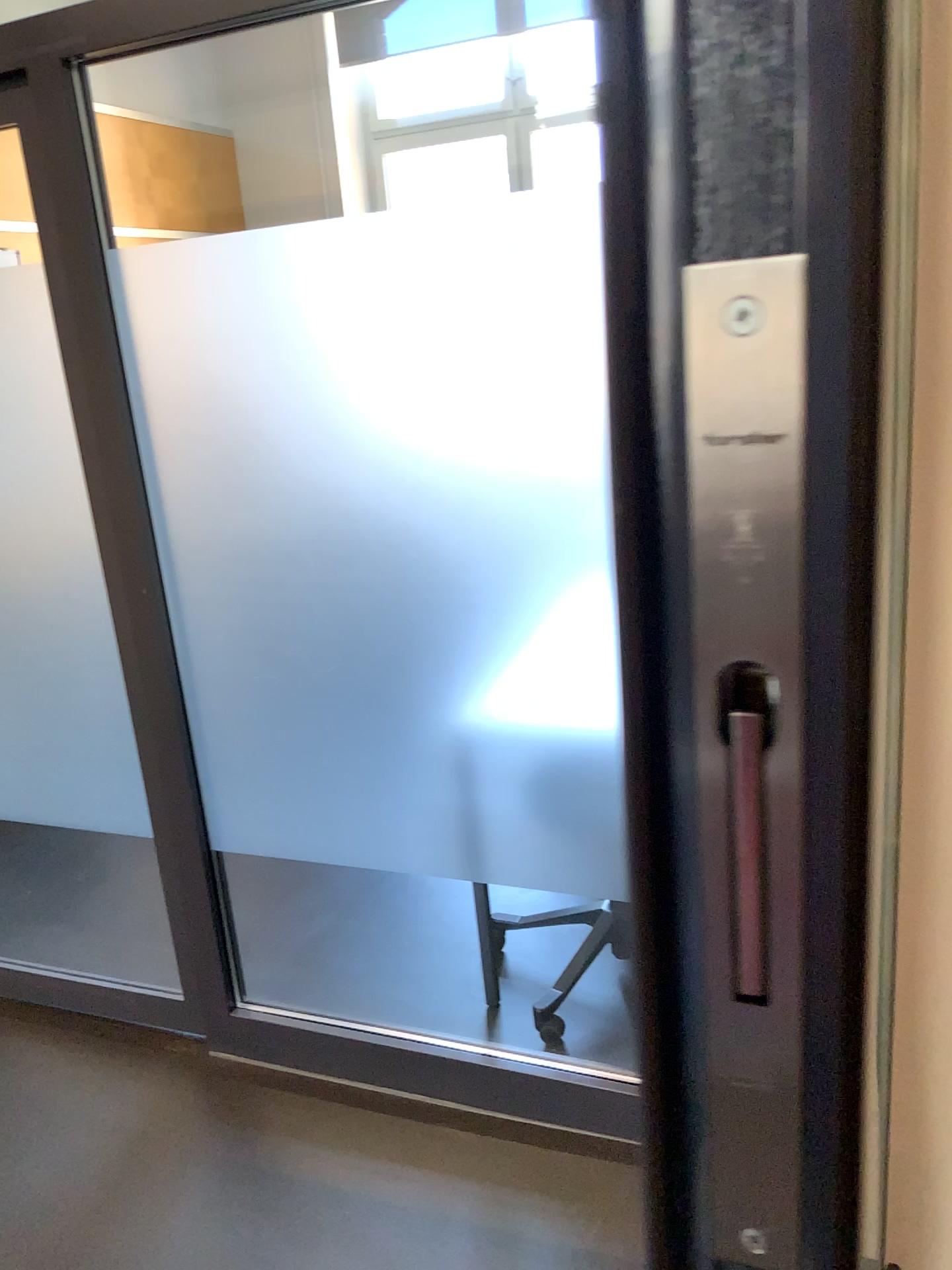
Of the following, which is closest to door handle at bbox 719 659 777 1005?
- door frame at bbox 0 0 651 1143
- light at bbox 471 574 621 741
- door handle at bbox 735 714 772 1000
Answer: door handle at bbox 735 714 772 1000

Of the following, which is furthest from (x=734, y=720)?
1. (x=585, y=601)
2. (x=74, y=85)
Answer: (x=74, y=85)

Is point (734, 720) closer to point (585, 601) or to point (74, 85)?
point (585, 601)

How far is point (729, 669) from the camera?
0.30m

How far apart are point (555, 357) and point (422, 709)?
0.7m

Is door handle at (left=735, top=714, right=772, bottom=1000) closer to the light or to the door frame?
the light

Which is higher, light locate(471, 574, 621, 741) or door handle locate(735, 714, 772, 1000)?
door handle locate(735, 714, 772, 1000)

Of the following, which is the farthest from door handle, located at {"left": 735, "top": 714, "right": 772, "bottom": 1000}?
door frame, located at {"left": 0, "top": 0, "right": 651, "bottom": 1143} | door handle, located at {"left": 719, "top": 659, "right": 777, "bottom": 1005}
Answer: door frame, located at {"left": 0, "top": 0, "right": 651, "bottom": 1143}

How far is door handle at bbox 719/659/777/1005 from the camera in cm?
30

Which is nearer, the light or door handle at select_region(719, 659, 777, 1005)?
door handle at select_region(719, 659, 777, 1005)
